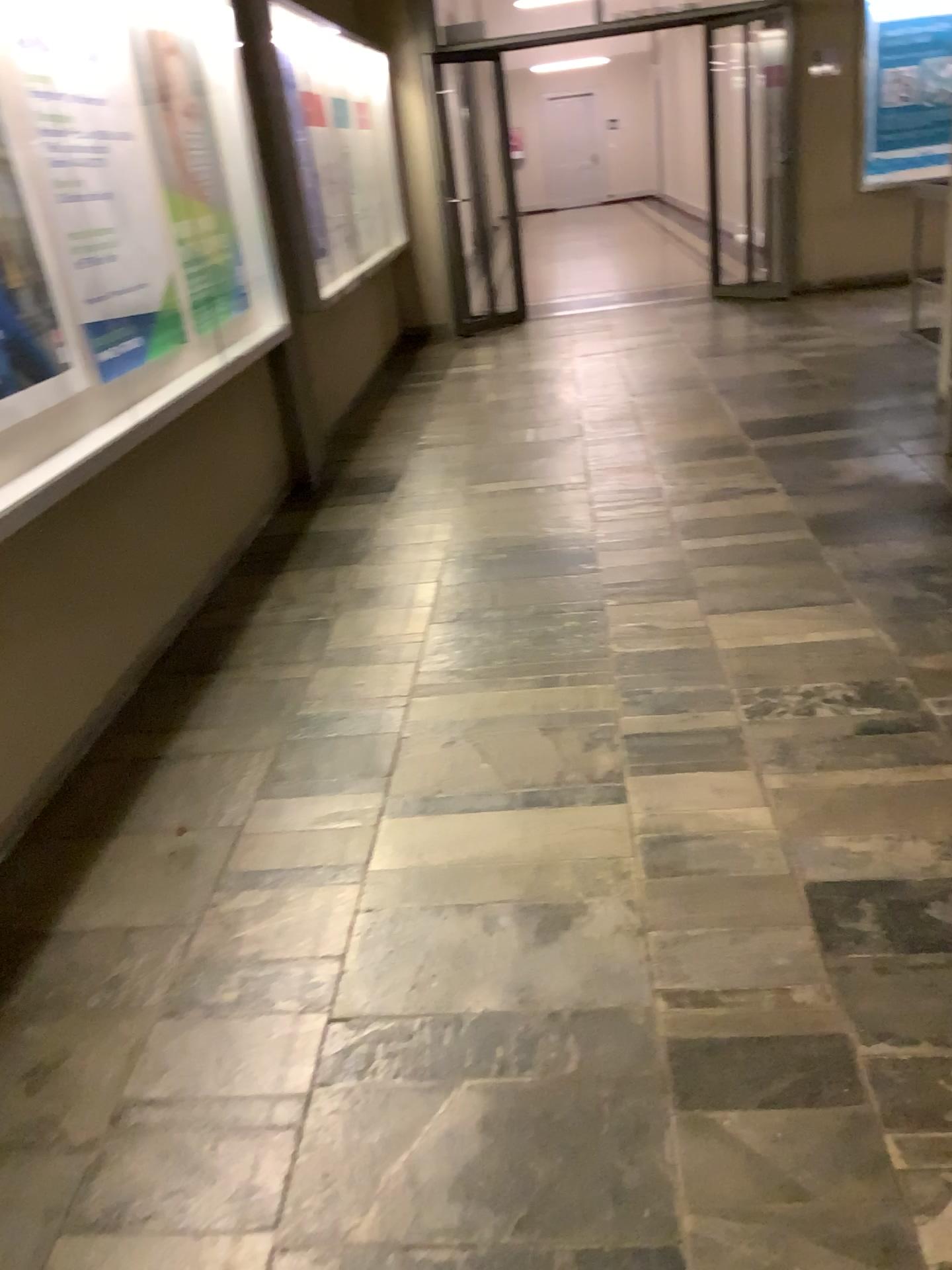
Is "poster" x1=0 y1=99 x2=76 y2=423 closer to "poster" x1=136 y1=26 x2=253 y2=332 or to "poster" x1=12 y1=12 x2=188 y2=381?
"poster" x1=12 y1=12 x2=188 y2=381

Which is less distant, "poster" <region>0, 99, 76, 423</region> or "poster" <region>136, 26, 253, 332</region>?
"poster" <region>0, 99, 76, 423</region>

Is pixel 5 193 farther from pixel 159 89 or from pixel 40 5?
pixel 159 89

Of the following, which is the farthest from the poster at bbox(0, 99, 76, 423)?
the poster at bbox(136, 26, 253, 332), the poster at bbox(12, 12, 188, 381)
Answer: the poster at bbox(136, 26, 253, 332)

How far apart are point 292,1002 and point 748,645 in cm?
173

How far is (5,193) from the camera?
2.51m

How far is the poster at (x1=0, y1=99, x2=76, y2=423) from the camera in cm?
251

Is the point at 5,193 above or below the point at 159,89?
below
